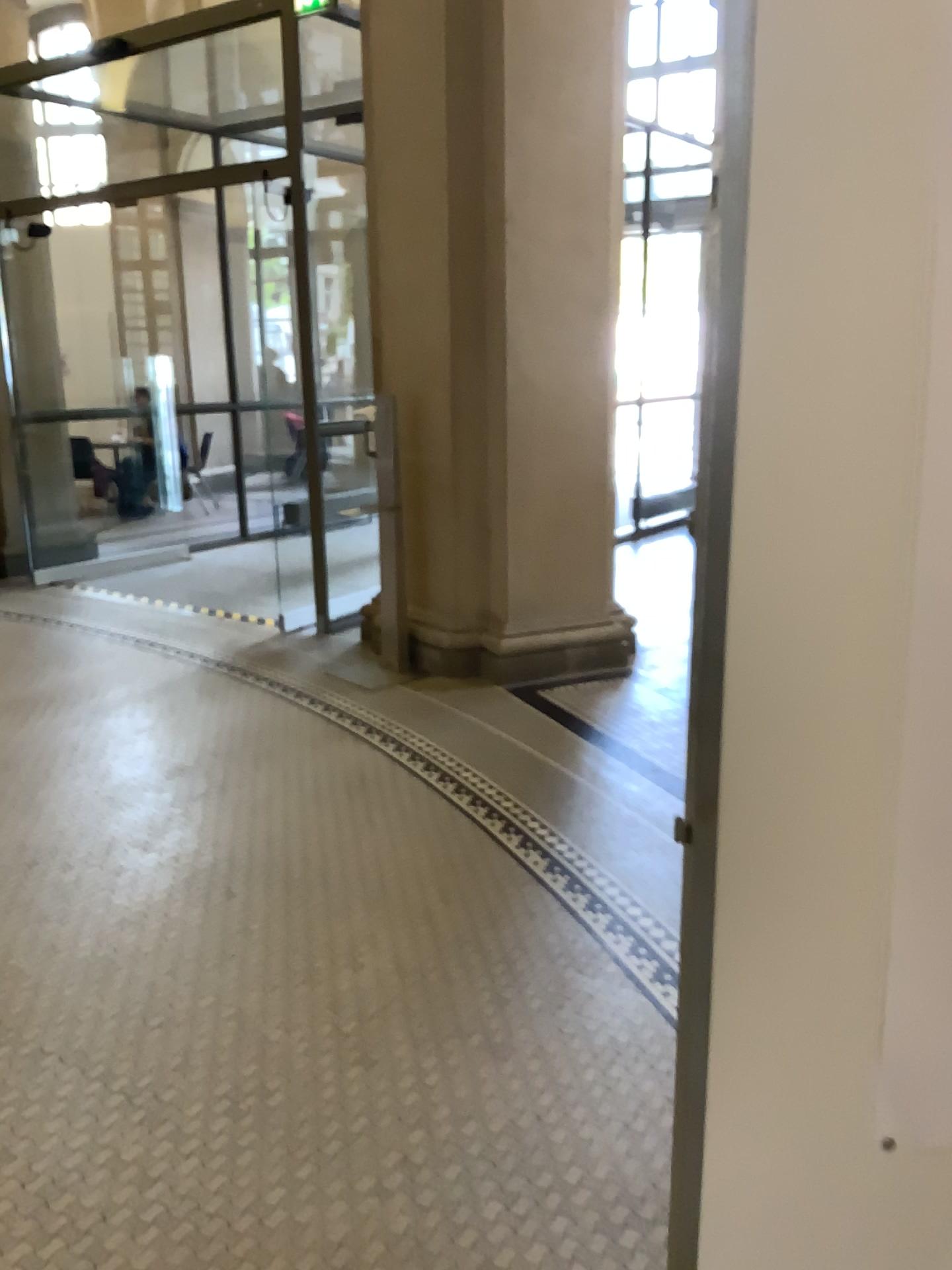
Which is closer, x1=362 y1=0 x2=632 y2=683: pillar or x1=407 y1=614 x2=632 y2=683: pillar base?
x1=362 y1=0 x2=632 y2=683: pillar

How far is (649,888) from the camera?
3.1 meters

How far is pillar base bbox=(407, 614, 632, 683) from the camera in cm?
519

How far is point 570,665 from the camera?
5.2m

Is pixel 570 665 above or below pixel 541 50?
below

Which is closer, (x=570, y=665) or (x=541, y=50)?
(x=541, y=50)
